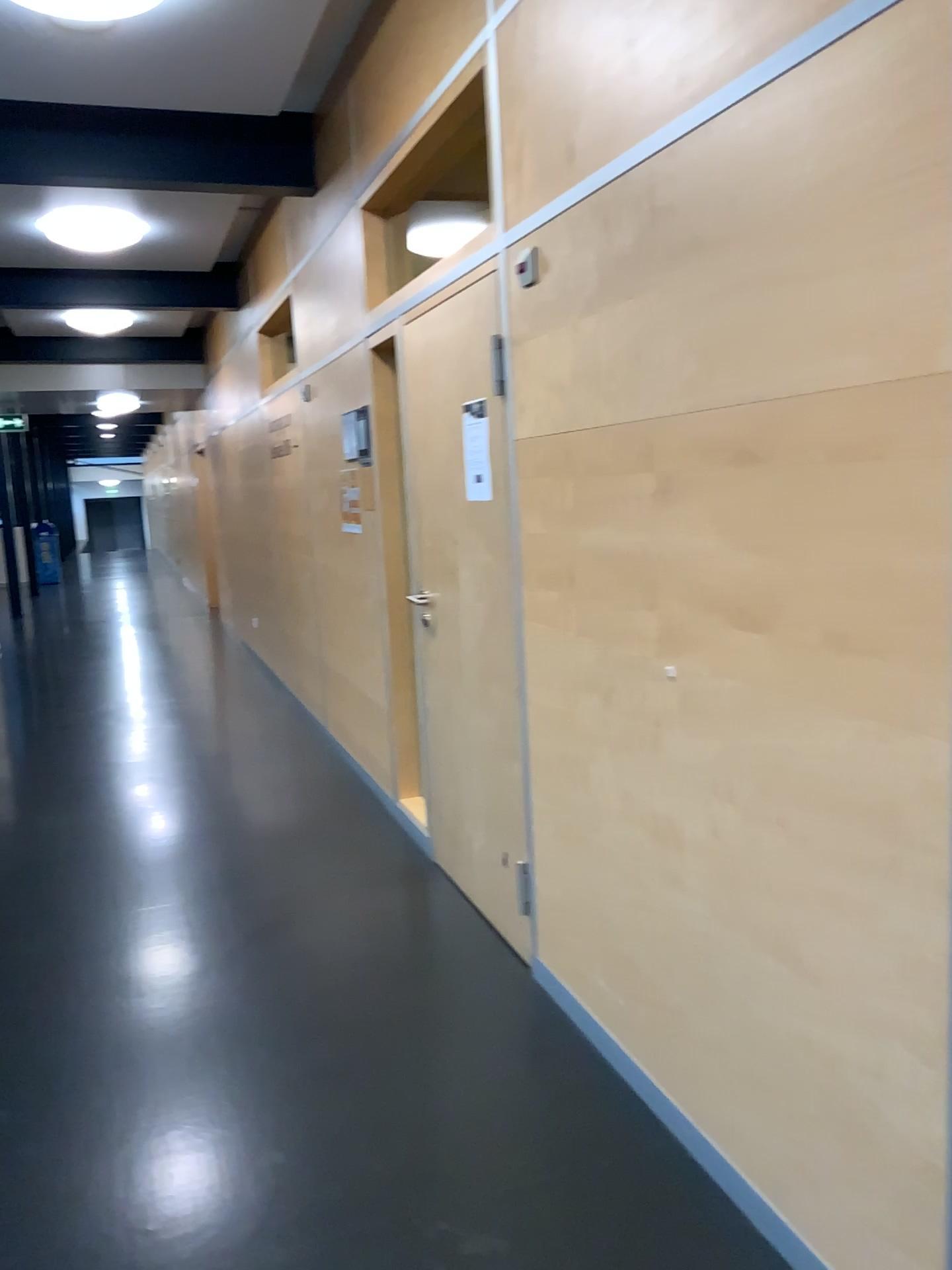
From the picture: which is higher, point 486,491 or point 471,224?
point 471,224

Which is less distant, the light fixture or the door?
the door

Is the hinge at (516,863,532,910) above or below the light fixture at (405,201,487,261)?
below

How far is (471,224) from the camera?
4.09m

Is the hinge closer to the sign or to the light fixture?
the sign

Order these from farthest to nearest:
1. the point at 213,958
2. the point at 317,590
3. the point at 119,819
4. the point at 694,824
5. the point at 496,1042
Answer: the point at 317,590 < the point at 119,819 < the point at 213,958 < the point at 496,1042 < the point at 694,824

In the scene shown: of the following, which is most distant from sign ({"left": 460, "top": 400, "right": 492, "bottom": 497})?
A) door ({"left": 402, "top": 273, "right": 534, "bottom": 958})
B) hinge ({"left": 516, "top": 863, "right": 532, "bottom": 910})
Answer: hinge ({"left": 516, "top": 863, "right": 532, "bottom": 910})

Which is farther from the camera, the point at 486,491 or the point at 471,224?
the point at 471,224

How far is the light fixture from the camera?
4.1 meters

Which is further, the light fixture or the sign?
the light fixture
